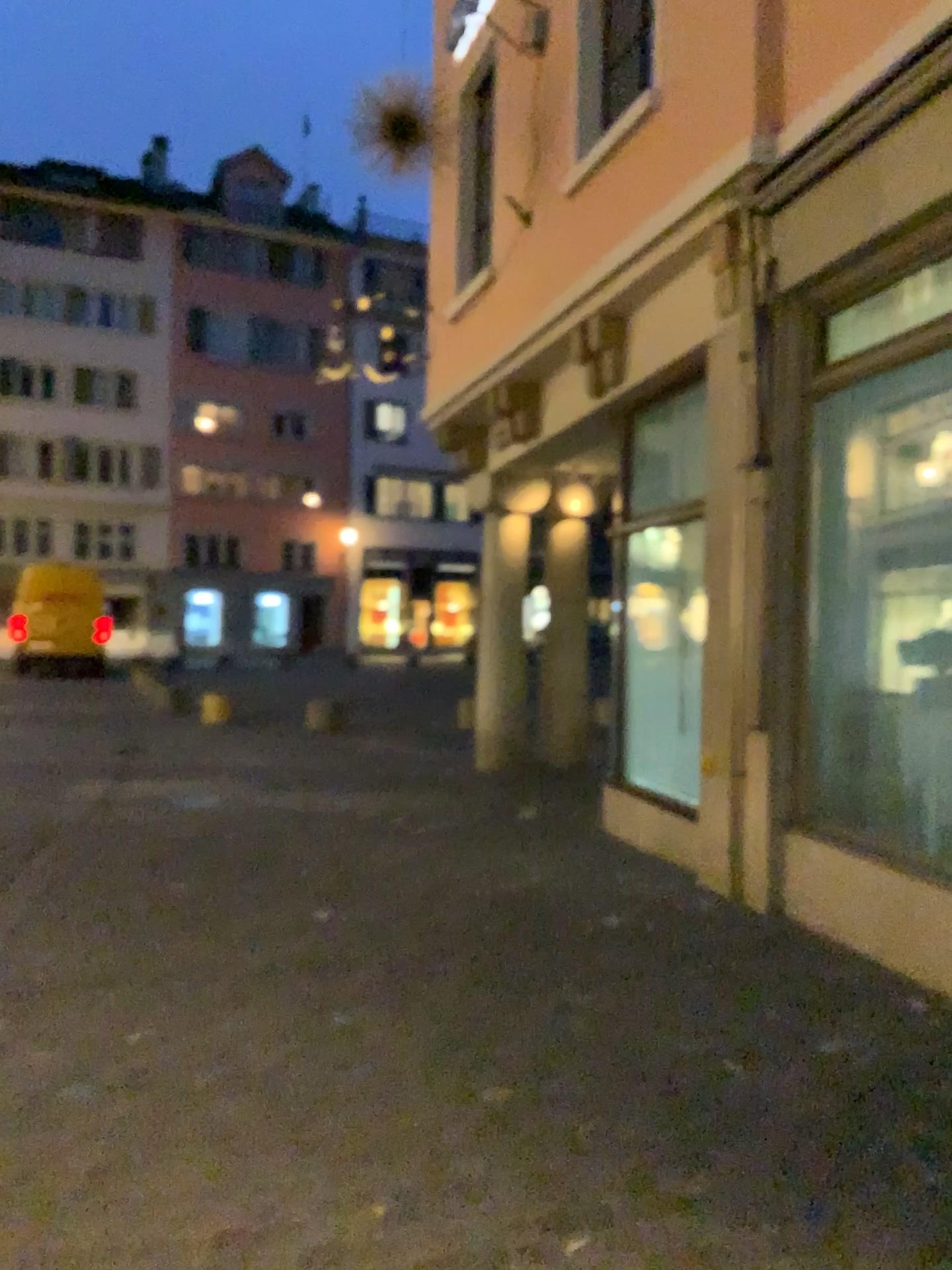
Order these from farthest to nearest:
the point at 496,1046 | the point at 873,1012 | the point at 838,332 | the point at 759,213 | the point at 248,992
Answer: the point at 759,213, the point at 838,332, the point at 248,992, the point at 873,1012, the point at 496,1046
